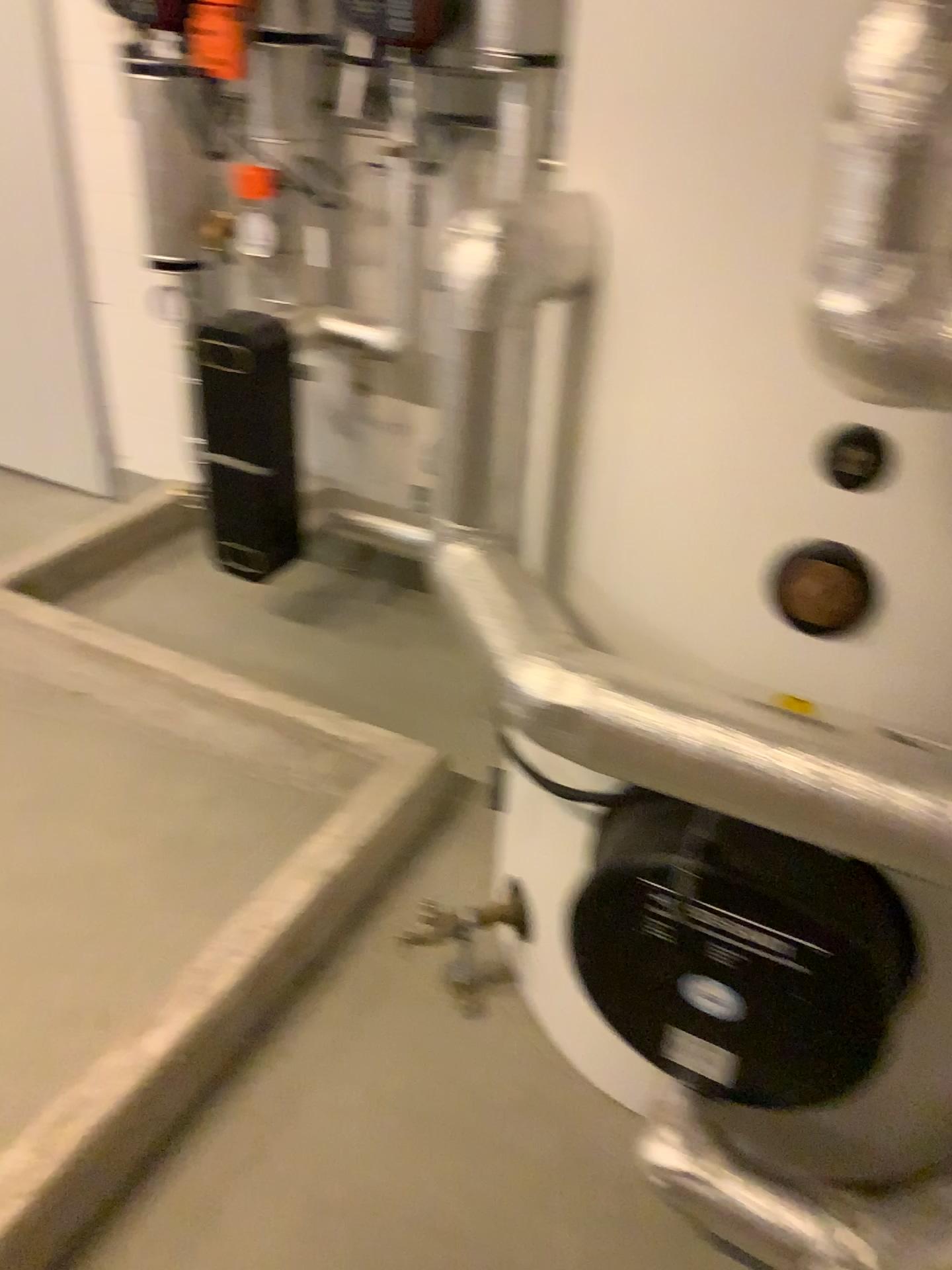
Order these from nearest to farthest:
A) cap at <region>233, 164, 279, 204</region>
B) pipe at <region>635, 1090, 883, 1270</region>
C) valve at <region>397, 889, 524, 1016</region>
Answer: pipe at <region>635, 1090, 883, 1270</region>
valve at <region>397, 889, 524, 1016</region>
cap at <region>233, 164, 279, 204</region>

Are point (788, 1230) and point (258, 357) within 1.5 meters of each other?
no

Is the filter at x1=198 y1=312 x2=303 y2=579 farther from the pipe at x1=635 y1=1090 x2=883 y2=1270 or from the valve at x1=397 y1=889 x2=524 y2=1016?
the pipe at x1=635 y1=1090 x2=883 y2=1270

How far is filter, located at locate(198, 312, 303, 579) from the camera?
2.55m

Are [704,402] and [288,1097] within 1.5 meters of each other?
yes

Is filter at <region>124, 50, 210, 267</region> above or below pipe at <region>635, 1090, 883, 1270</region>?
above

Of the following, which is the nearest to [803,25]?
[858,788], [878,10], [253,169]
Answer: [878,10]

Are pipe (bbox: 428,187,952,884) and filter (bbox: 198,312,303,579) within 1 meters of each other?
no

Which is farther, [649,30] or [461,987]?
[461,987]

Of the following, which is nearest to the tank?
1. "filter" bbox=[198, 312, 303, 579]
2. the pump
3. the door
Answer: the pump
